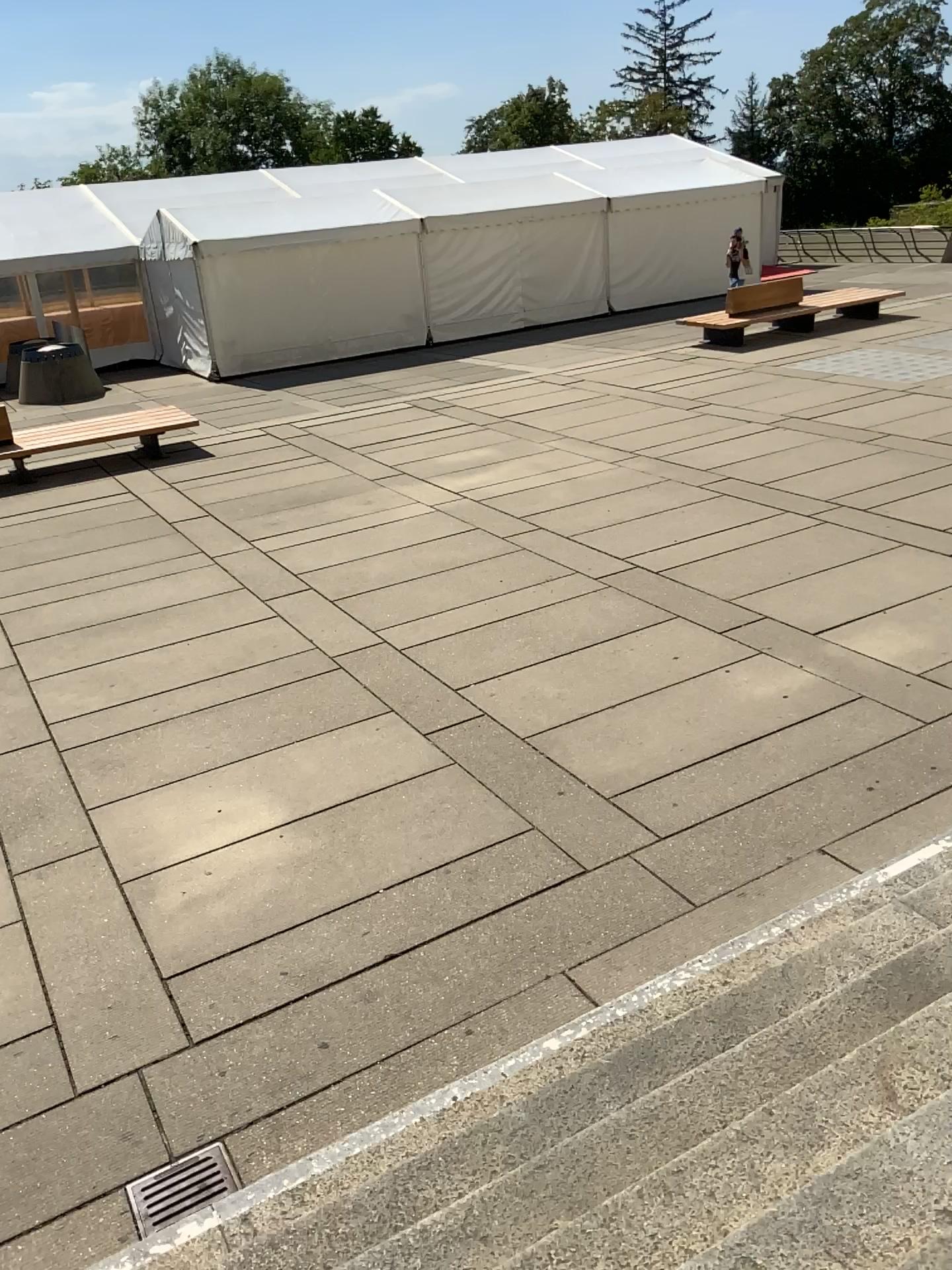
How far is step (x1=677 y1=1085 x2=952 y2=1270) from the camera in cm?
205

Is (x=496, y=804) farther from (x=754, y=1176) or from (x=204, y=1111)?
(x=754, y=1176)

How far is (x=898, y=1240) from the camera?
2.0m
